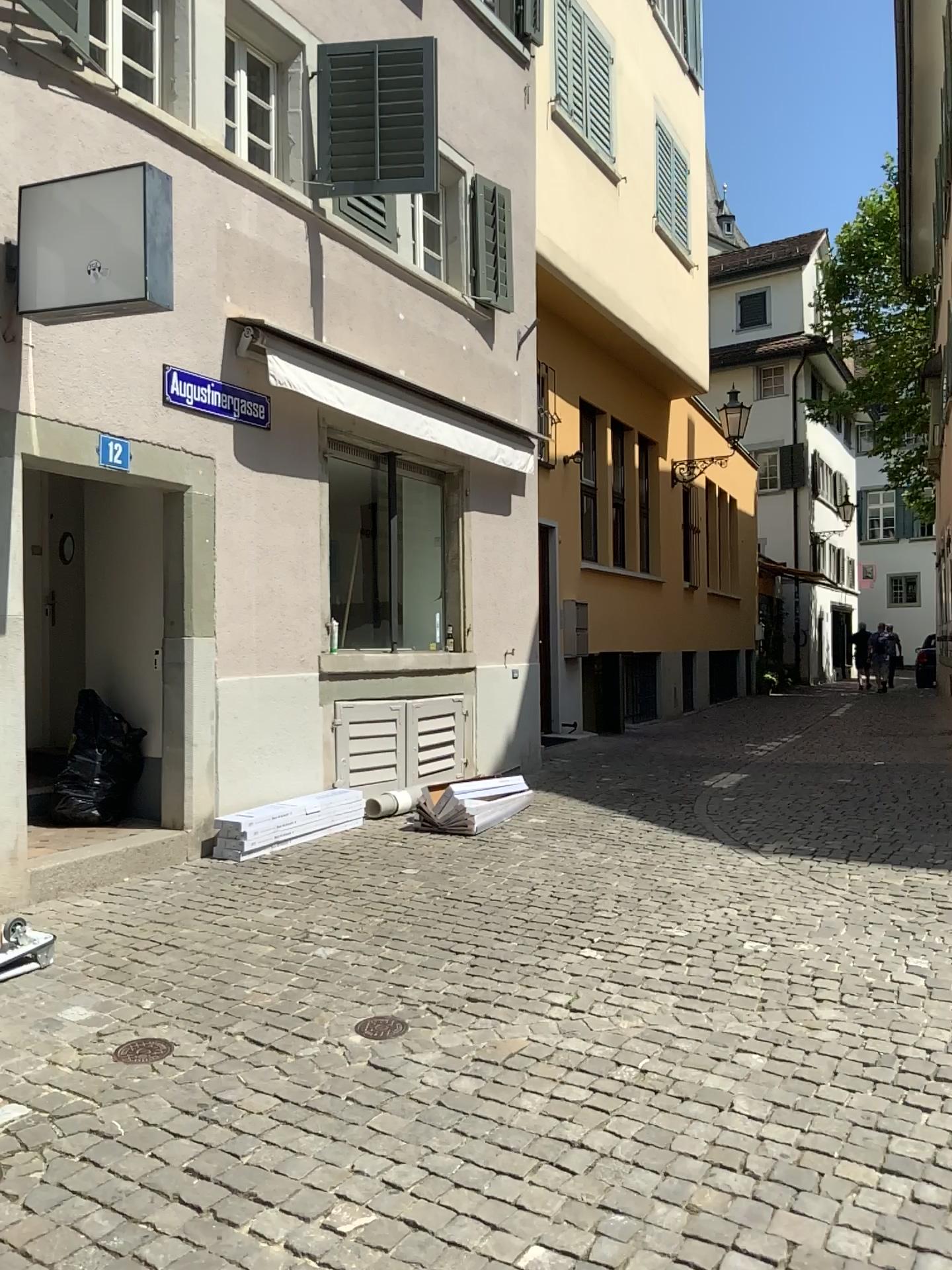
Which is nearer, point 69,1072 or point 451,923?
point 69,1072
